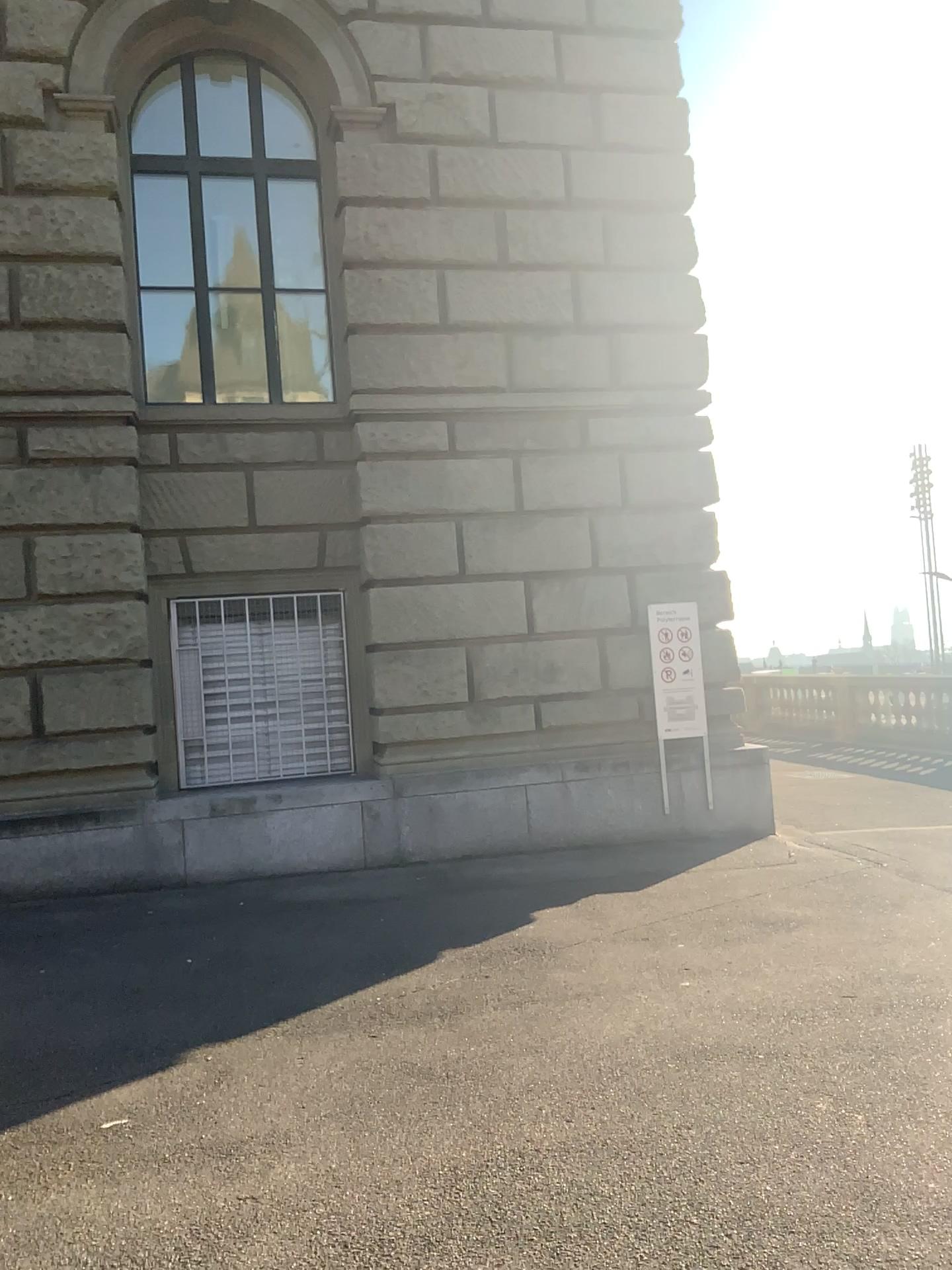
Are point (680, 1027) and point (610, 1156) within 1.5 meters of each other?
yes
